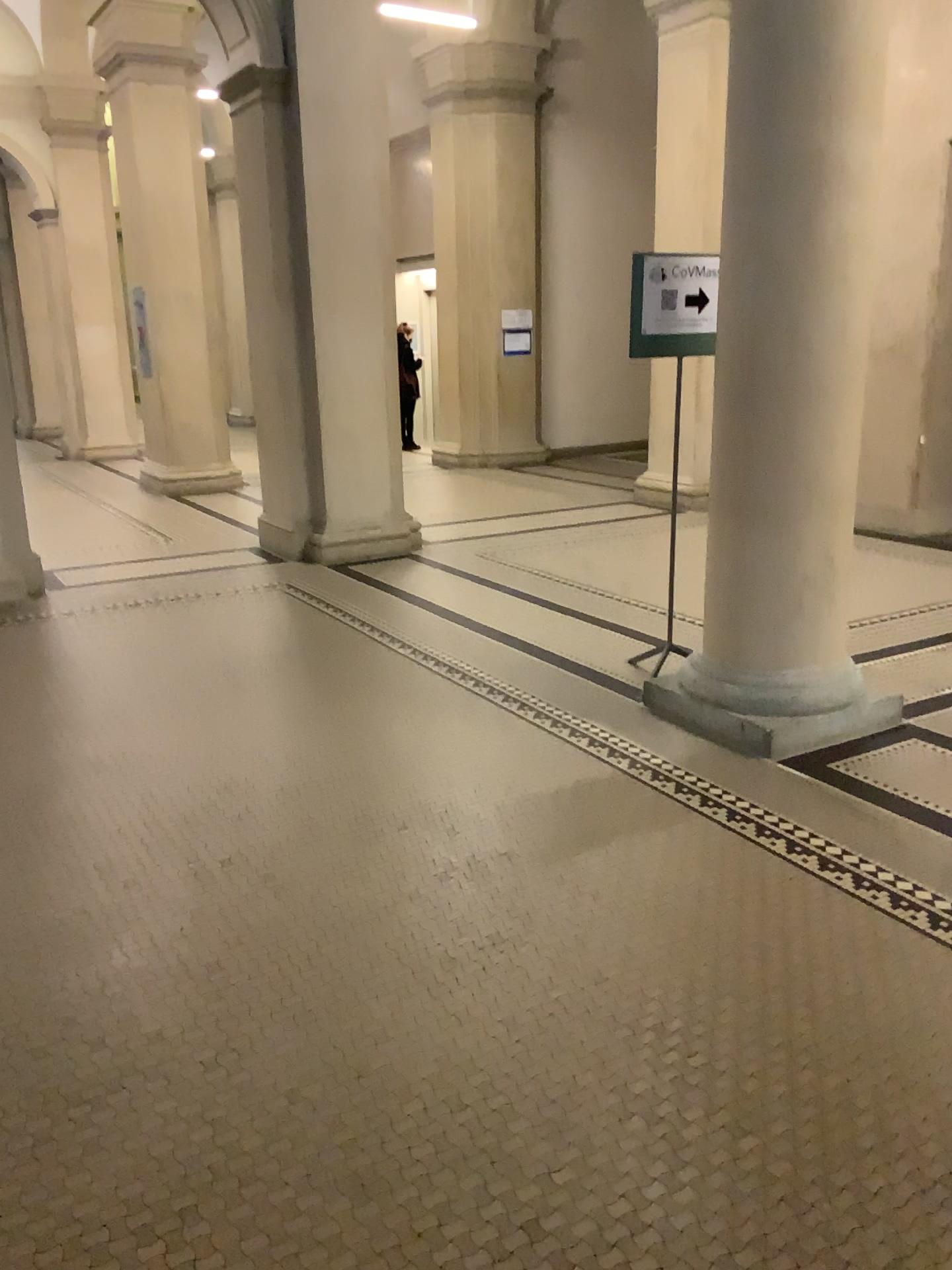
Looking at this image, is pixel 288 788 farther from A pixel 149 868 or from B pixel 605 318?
B pixel 605 318
